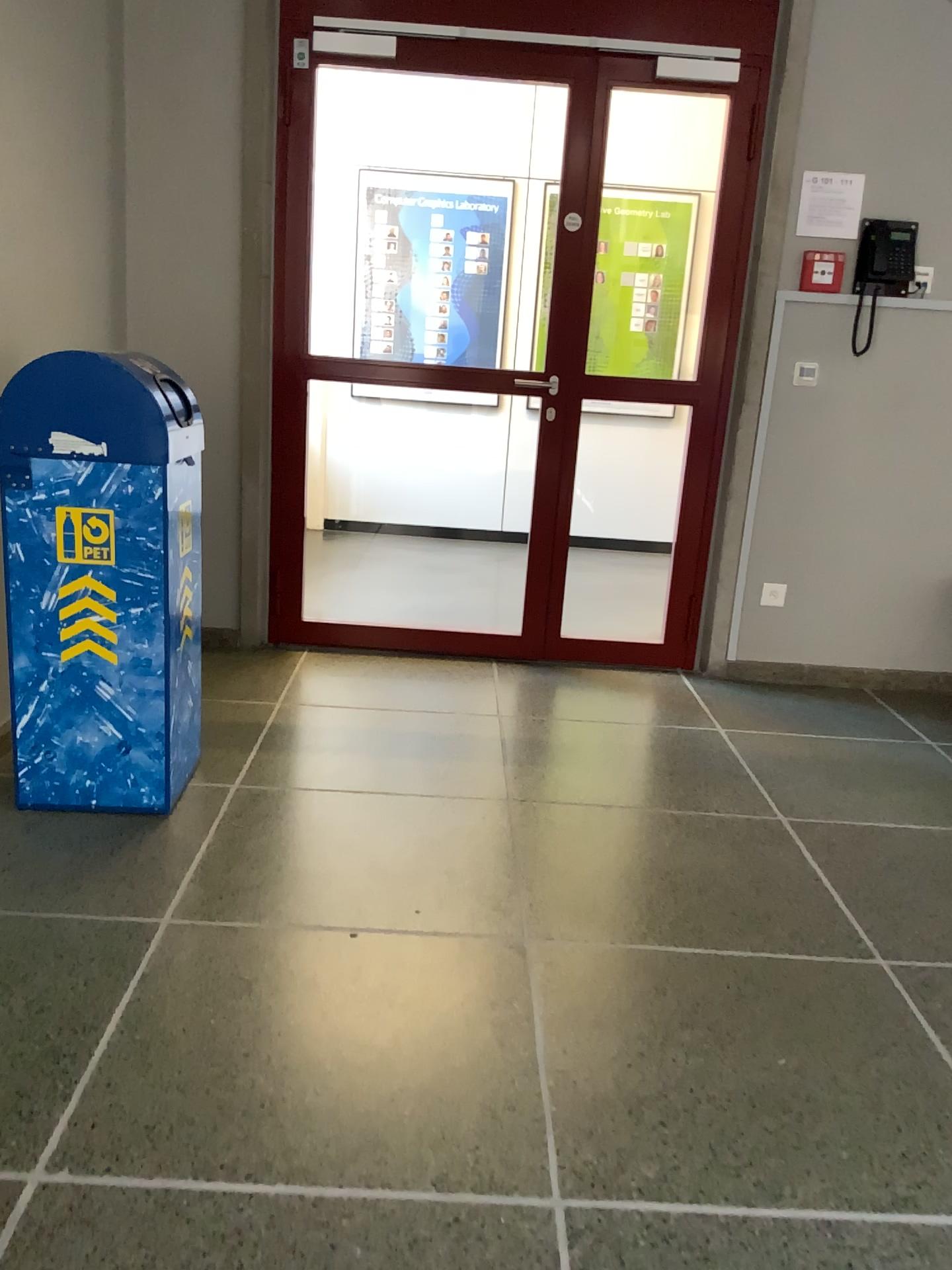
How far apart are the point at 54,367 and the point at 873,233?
2.7 meters

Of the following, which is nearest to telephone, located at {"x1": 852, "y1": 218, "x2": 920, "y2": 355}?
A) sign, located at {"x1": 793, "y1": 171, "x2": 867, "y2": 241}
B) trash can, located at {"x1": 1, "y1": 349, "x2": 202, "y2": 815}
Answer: sign, located at {"x1": 793, "y1": 171, "x2": 867, "y2": 241}

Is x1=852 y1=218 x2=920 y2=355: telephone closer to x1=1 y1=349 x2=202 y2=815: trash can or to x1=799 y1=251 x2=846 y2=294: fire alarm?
x1=799 y1=251 x2=846 y2=294: fire alarm

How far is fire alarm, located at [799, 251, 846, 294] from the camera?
3.7 meters

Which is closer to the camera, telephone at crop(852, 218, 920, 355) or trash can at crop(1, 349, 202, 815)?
trash can at crop(1, 349, 202, 815)

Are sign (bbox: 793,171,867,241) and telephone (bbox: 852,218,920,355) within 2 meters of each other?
yes

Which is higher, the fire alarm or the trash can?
the fire alarm

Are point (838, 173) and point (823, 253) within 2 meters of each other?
yes

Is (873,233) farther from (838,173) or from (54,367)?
(54,367)

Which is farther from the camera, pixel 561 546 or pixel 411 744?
pixel 561 546
